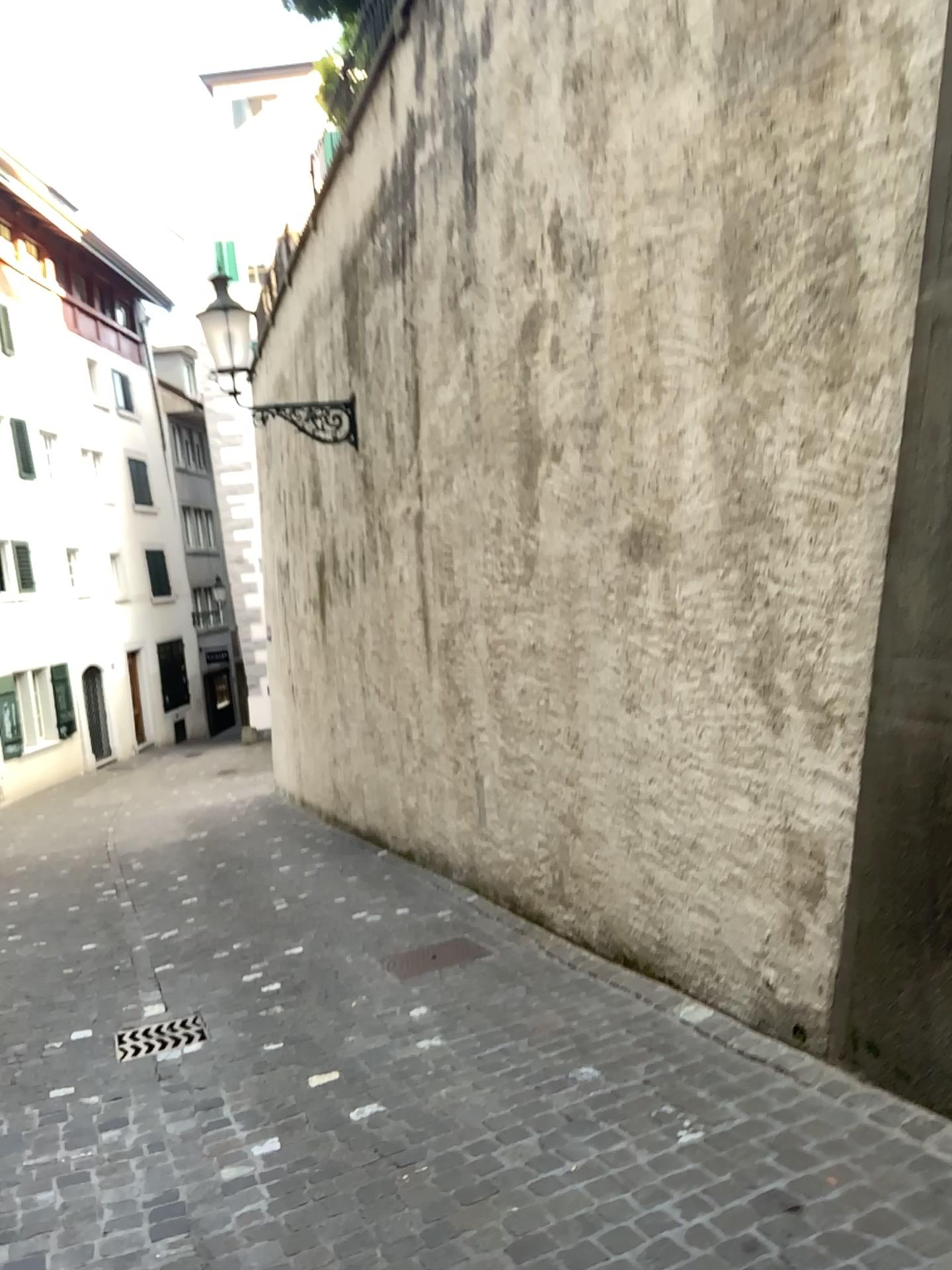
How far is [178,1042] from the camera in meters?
4.3

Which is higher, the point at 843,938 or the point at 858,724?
the point at 858,724

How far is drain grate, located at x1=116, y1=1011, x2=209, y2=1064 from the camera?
4.3 meters

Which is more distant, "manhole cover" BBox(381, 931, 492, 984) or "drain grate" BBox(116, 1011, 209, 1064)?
"manhole cover" BBox(381, 931, 492, 984)

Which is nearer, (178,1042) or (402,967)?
(178,1042)
